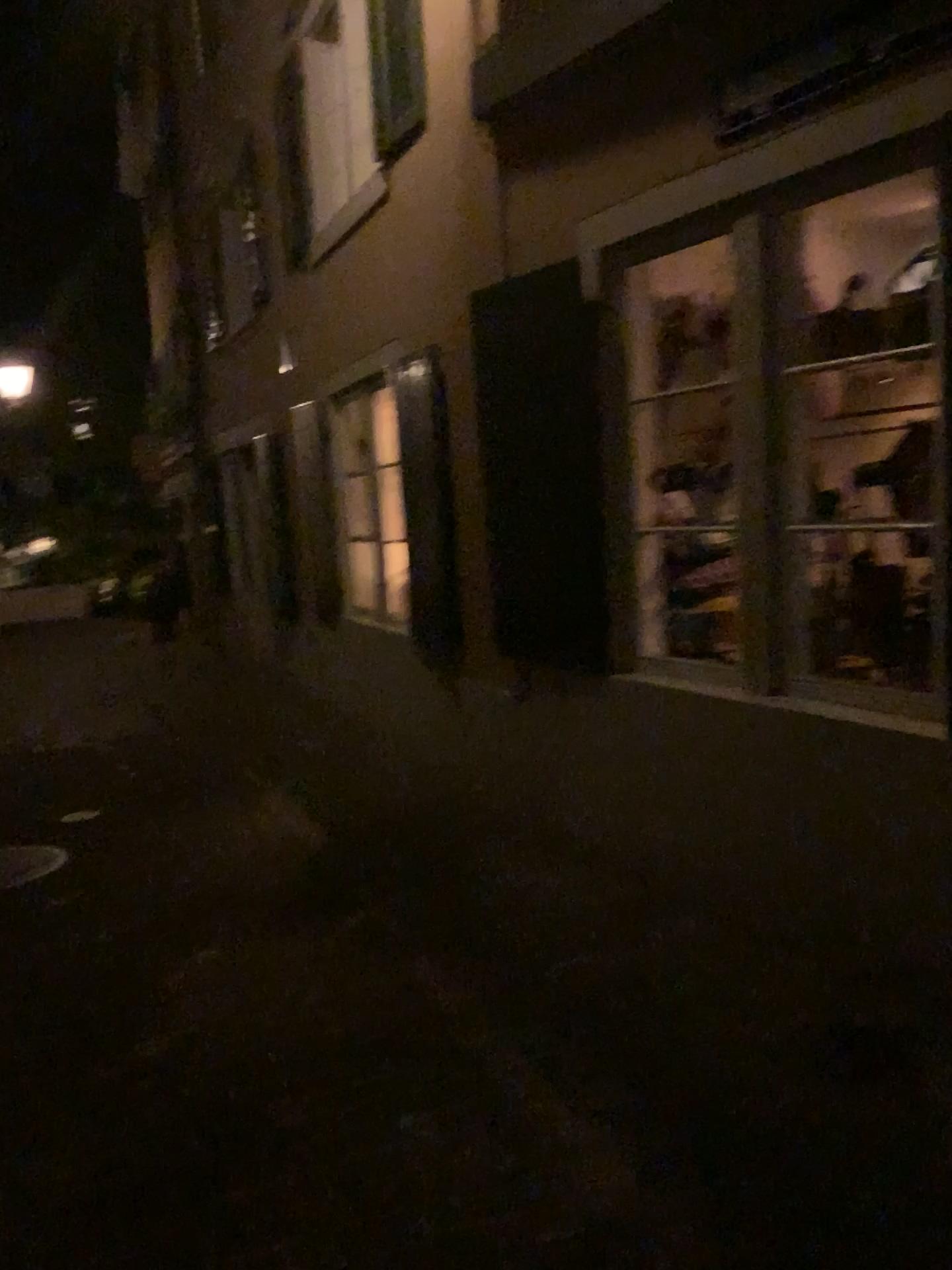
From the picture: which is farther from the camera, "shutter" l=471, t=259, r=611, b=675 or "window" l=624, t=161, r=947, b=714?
Result: "shutter" l=471, t=259, r=611, b=675

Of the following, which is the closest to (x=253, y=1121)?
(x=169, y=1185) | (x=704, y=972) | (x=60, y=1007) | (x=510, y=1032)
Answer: (x=169, y=1185)

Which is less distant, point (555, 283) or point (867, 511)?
point (867, 511)

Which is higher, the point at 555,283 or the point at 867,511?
the point at 555,283
